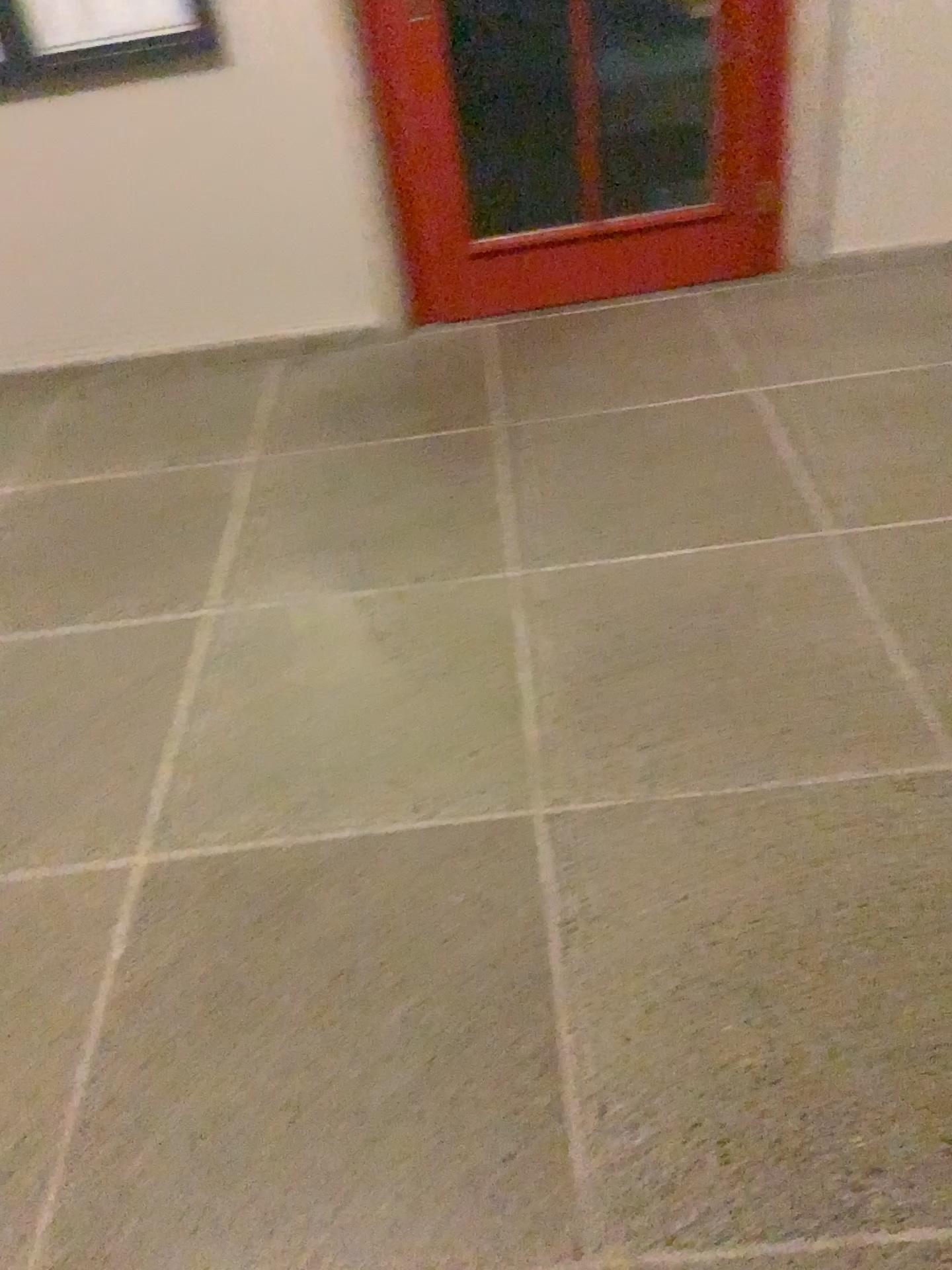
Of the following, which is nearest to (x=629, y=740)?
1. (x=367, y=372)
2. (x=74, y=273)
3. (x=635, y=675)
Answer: (x=635, y=675)
